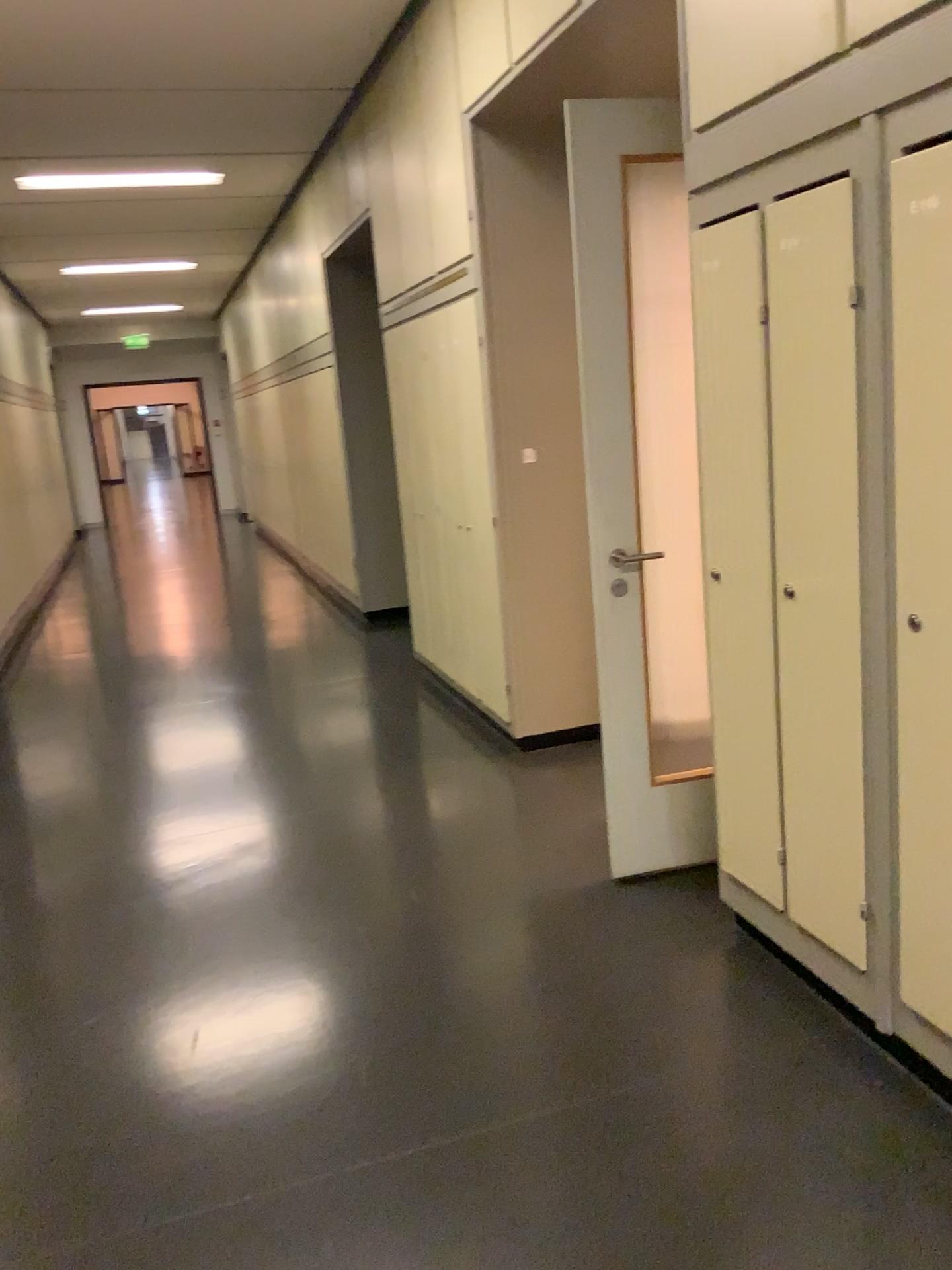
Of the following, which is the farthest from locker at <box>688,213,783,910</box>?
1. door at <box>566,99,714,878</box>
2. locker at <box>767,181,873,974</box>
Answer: door at <box>566,99,714,878</box>

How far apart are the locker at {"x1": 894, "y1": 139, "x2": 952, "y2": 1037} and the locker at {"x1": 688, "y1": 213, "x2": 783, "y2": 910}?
0.38m

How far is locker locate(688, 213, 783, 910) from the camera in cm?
227

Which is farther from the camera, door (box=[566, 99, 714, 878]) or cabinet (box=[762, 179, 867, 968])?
door (box=[566, 99, 714, 878])

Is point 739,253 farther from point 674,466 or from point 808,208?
point 674,466

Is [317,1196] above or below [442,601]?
below

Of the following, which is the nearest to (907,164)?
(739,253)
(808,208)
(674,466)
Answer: (808,208)

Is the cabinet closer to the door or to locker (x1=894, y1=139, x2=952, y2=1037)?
locker (x1=894, y1=139, x2=952, y2=1037)

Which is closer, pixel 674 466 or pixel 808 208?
pixel 808 208

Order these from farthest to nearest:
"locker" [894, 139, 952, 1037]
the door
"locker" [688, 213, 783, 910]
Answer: Result: the door, "locker" [688, 213, 783, 910], "locker" [894, 139, 952, 1037]
